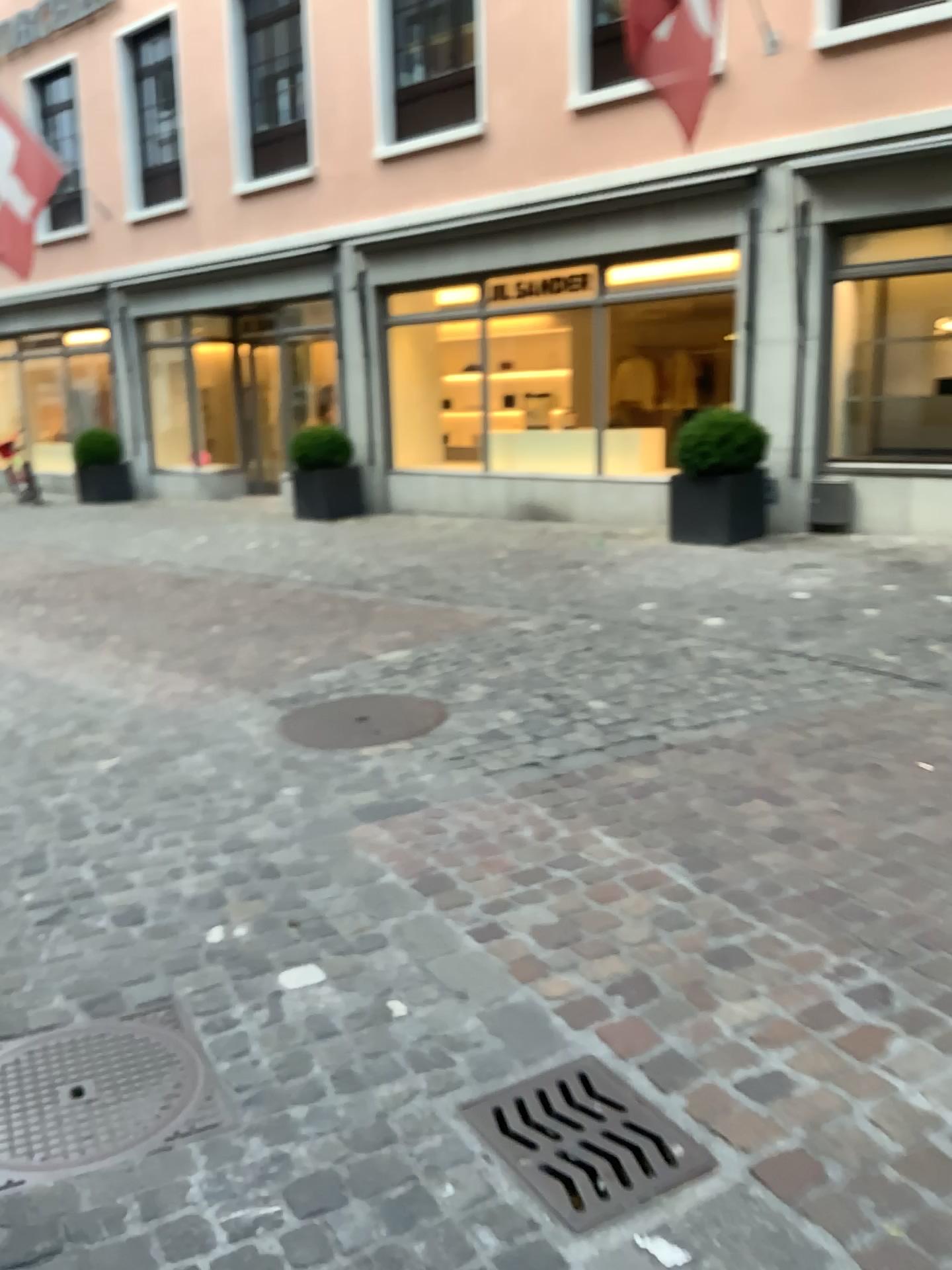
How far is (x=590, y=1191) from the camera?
1.8m

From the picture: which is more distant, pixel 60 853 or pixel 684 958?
pixel 60 853

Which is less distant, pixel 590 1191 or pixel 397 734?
pixel 590 1191

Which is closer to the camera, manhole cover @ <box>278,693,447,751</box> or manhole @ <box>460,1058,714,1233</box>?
manhole @ <box>460,1058,714,1233</box>

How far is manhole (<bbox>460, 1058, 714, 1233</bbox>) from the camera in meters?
1.8 m
